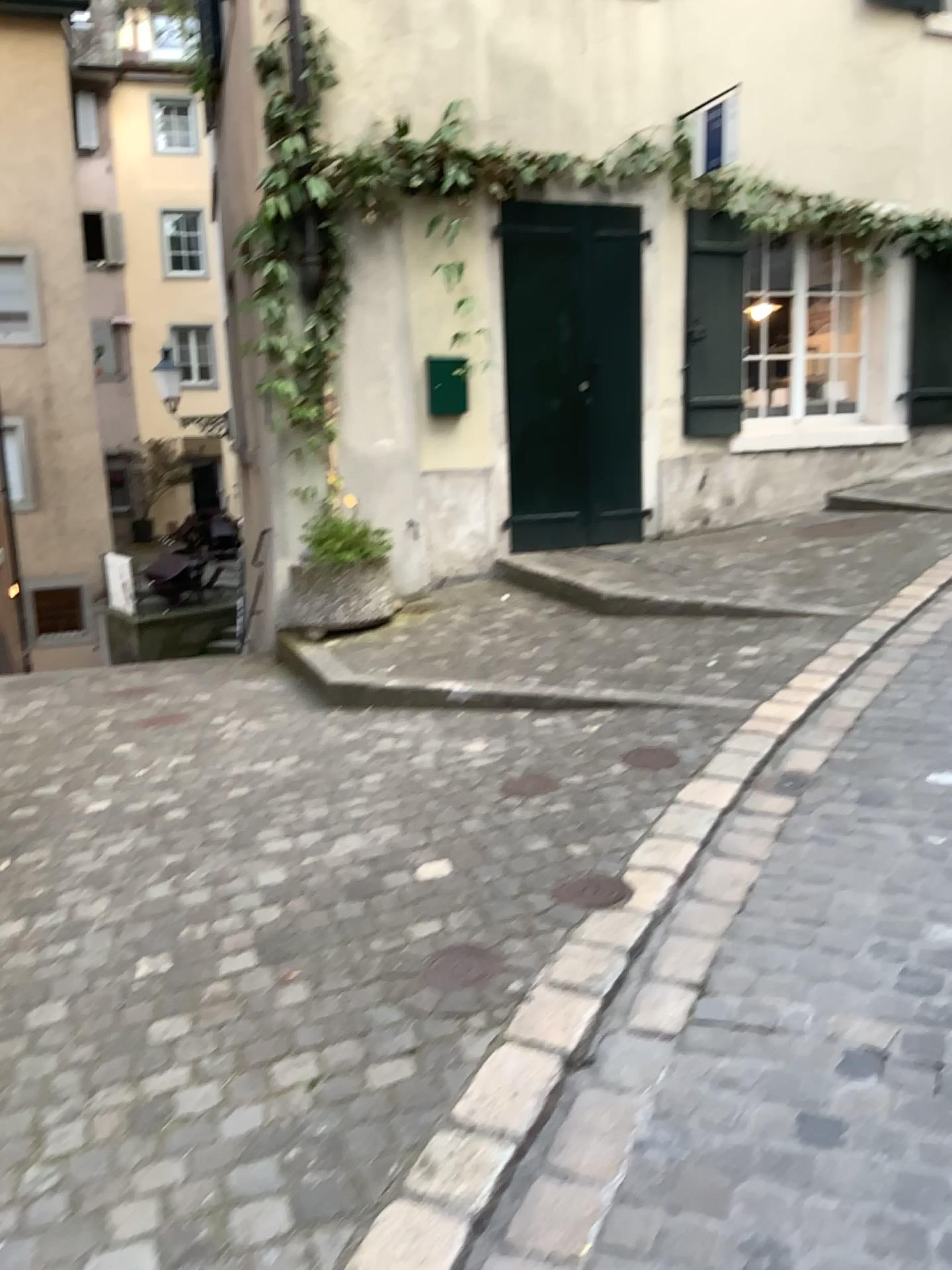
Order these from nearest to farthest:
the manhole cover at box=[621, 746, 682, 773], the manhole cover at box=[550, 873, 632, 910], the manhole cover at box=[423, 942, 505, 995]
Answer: the manhole cover at box=[423, 942, 505, 995] → the manhole cover at box=[550, 873, 632, 910] → the manhole cover at box=[621, 746, 682, 773]

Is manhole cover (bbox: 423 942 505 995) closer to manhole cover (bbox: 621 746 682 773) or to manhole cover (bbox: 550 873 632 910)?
manhole cover (bbox: 550 873 632 910)

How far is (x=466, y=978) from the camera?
2.4m

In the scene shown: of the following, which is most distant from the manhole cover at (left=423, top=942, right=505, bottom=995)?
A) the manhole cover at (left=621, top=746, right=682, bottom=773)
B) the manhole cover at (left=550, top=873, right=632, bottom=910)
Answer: the manhole cover at (left=621, top=746, right=682, bottom=773)

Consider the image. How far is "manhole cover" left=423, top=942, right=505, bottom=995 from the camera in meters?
2.4

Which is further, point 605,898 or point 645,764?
point 645,764

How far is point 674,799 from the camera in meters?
3.4

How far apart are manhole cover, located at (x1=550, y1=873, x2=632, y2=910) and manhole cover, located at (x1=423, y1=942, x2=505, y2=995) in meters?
0.3 m

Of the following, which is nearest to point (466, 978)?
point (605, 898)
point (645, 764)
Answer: point (605, 898)

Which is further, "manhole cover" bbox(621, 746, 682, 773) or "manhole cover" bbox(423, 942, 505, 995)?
"manhole cover" bbox(621, 746, 682, 773)
